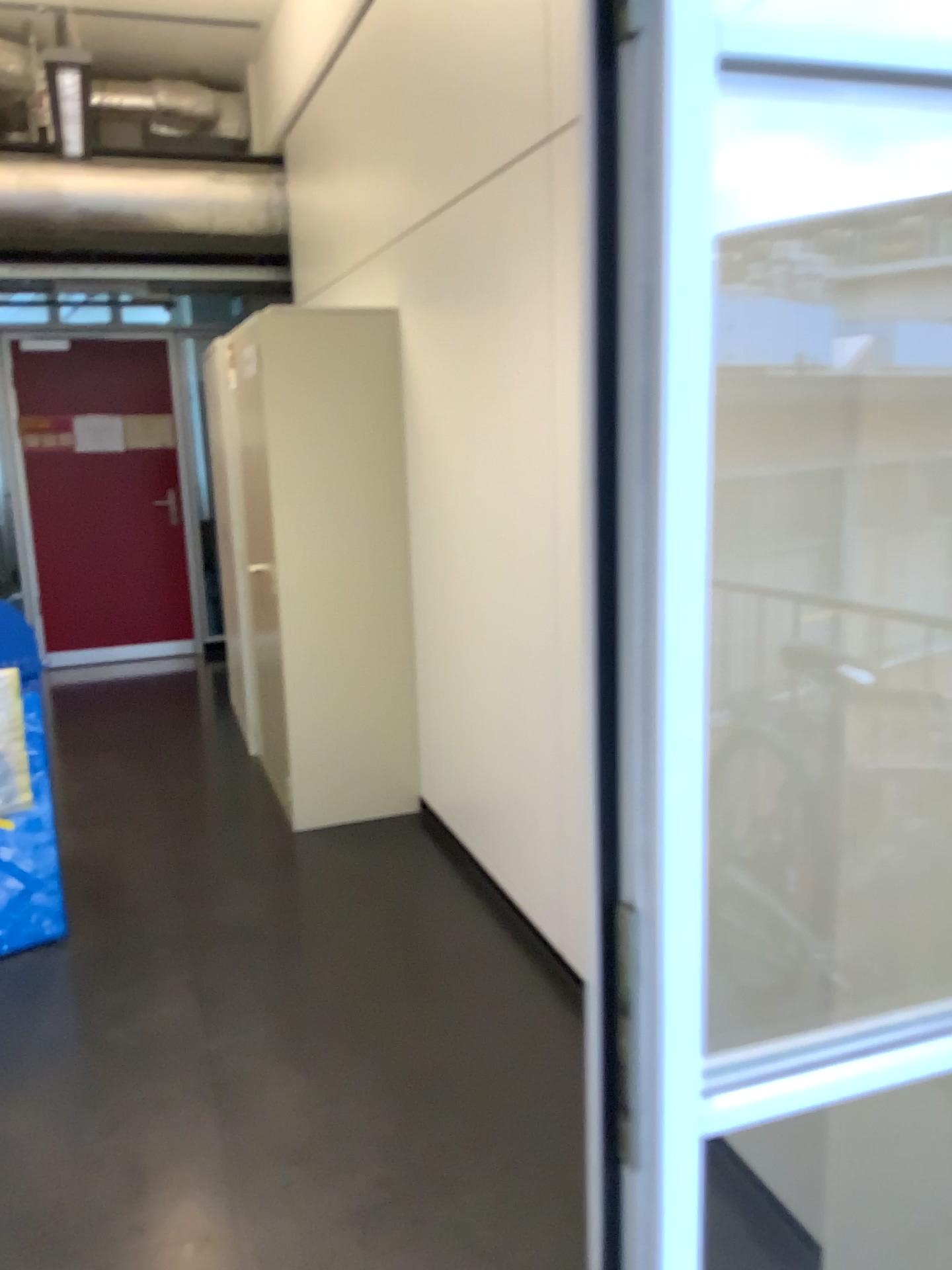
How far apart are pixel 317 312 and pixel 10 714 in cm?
175

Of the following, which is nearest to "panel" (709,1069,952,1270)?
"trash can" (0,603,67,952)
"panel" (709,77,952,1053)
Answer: "panel" (709,77,952,1053)

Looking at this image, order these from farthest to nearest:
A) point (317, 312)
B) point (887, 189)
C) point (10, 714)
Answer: point (317, 312) → point (10, 714) → point (887, 189)

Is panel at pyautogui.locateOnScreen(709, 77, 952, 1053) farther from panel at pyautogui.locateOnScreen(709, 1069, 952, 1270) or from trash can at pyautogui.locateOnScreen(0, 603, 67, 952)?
trash can at pyautogui.locateOnScreen(0, 603, 67, 952)

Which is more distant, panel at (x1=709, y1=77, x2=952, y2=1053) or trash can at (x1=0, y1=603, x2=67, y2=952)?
trash can at (x1=0, y1=603, x2=67, y2=952)

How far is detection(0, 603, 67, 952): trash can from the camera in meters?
2.9

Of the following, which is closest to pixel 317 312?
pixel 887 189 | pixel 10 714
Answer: pixel 10 714

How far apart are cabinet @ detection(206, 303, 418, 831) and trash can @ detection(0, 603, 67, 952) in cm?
97

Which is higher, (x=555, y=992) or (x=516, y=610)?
(x=516, y=610)

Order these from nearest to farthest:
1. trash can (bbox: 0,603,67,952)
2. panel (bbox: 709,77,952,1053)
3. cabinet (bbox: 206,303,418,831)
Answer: panel (bbox: 709,77,952,1053)
trash can (bbox: 0,603,67,952)
cabinet (bbox: 206,303,418,831)
